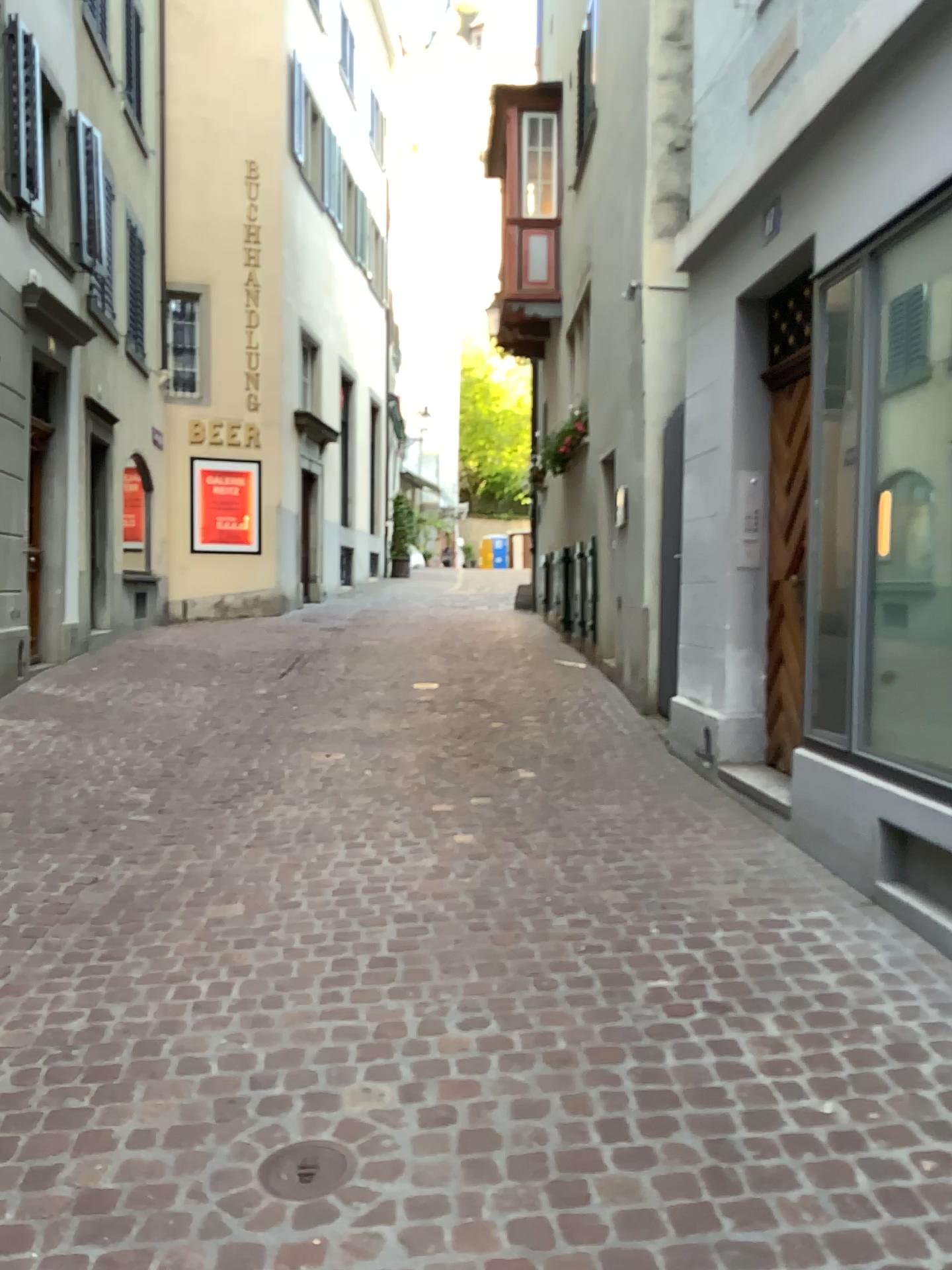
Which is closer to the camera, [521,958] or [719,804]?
[521,958]

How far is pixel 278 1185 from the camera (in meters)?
2.13

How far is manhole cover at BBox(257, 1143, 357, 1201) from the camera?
2.1 meters
